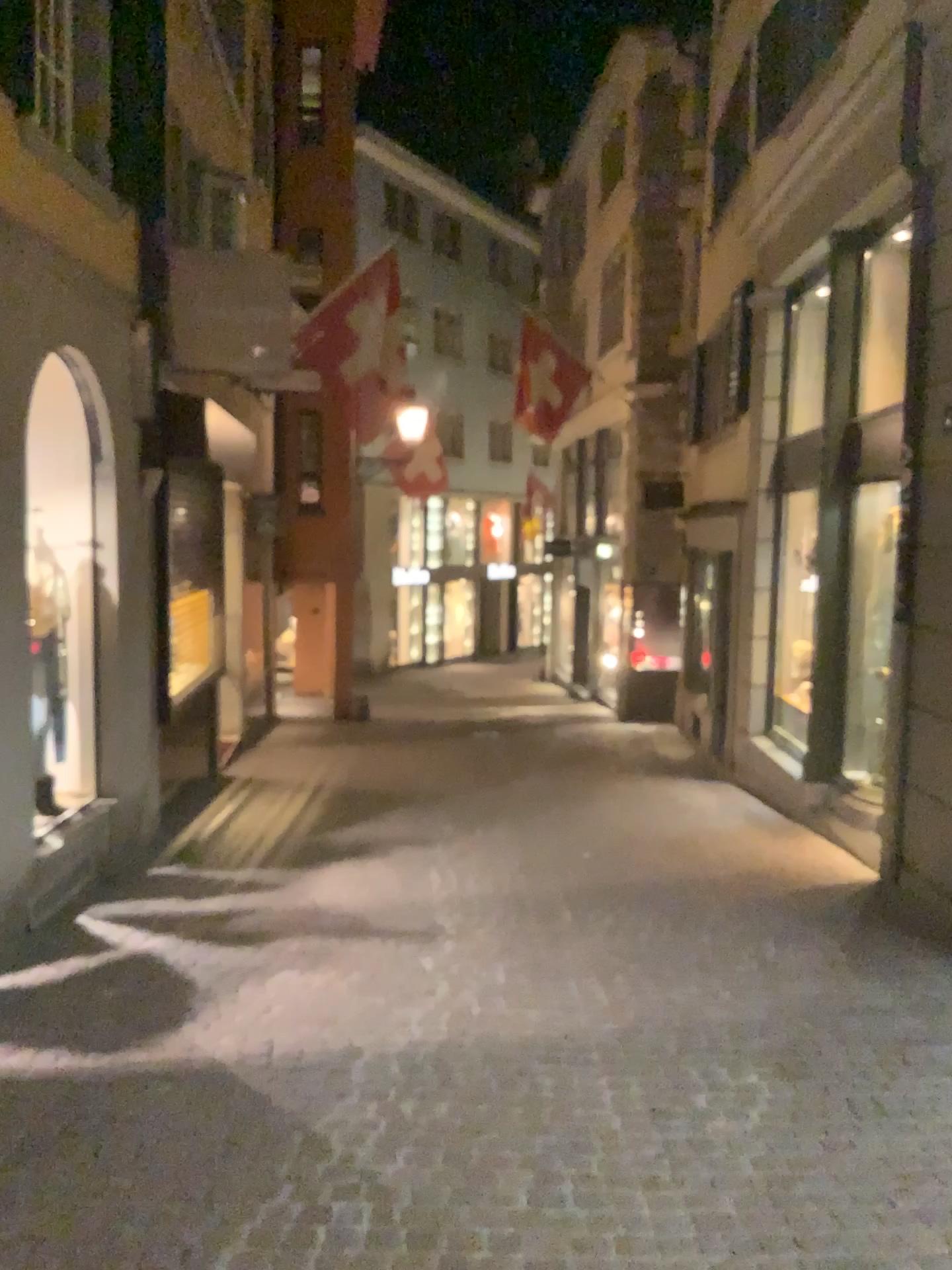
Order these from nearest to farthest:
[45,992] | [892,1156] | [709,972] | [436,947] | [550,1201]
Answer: [550,1201] → [892,1156] → [45,992] → [709,972] → [436,947]
